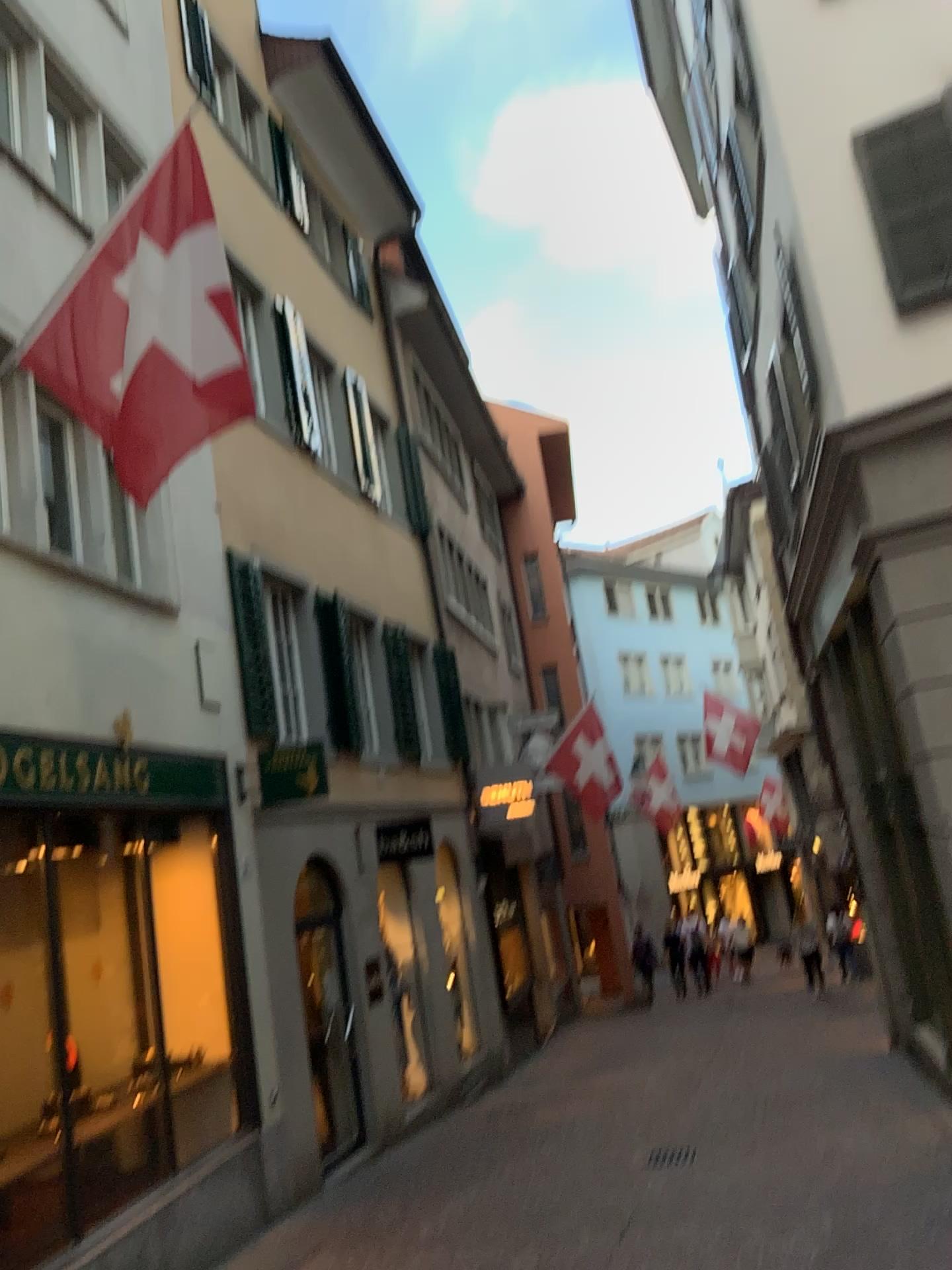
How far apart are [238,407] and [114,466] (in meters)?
0.63
